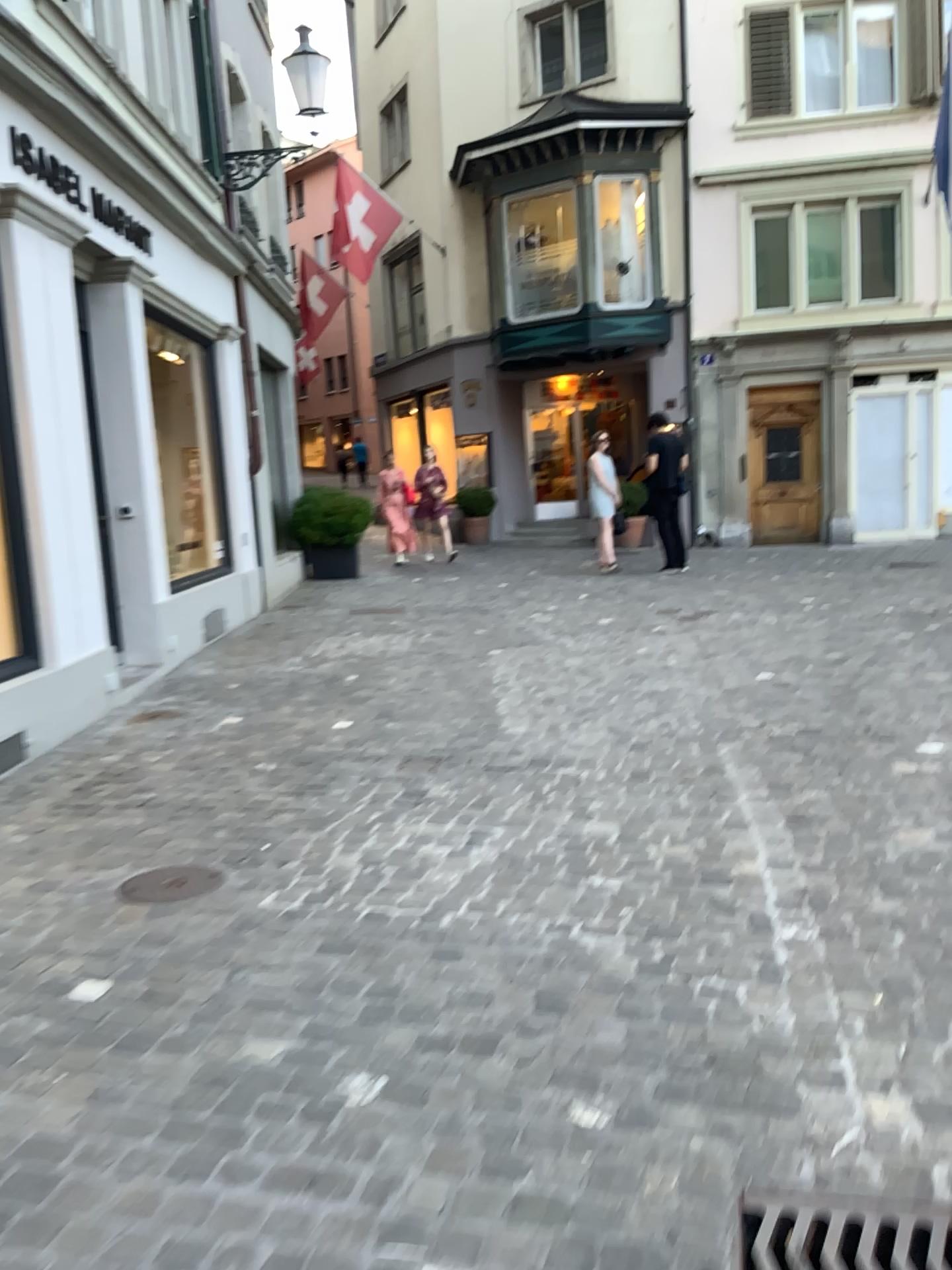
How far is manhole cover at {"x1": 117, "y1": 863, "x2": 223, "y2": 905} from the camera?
3.31m

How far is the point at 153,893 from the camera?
3.3m

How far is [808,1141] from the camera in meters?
2.1 m
